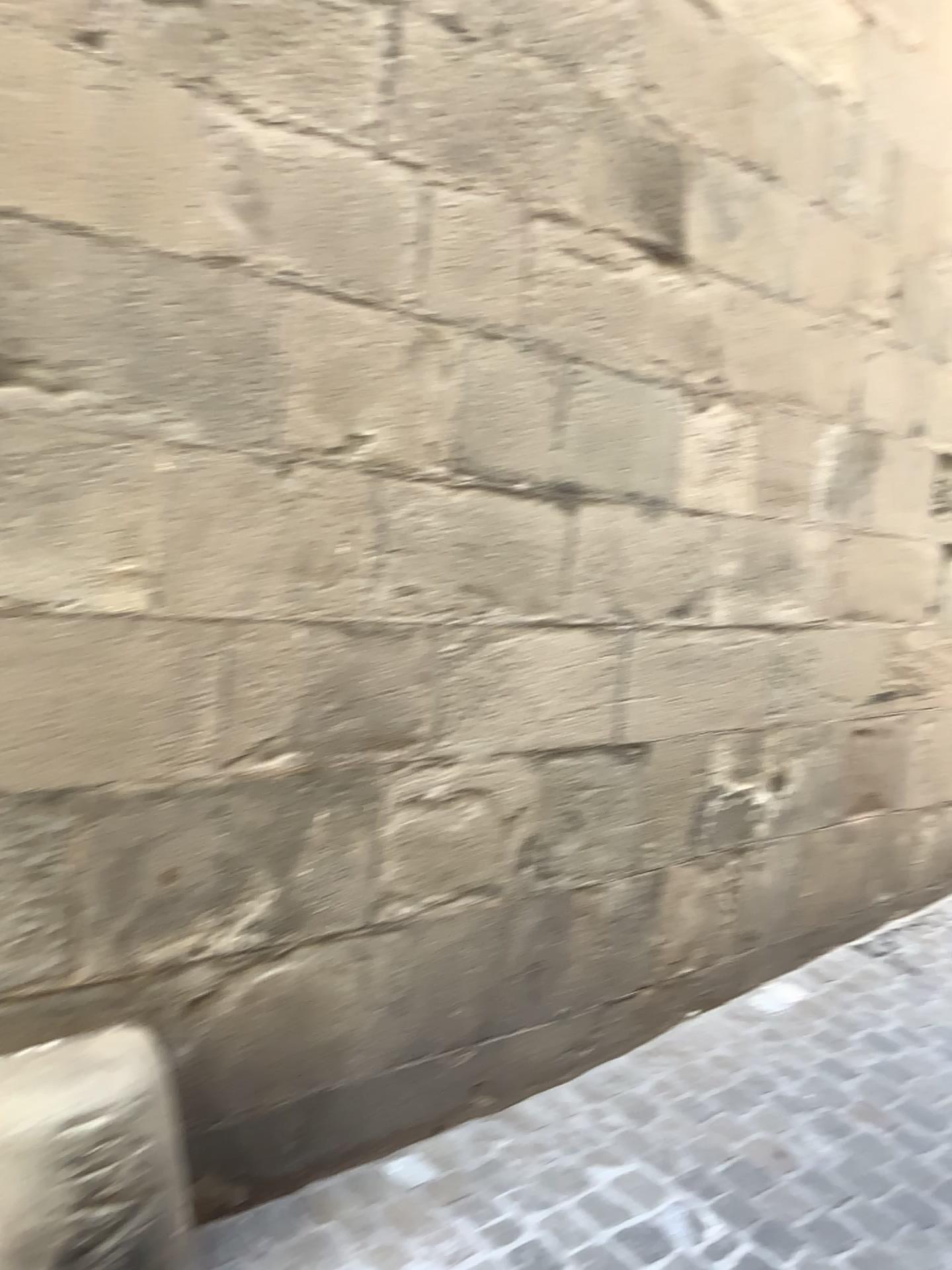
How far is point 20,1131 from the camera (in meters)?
1.62

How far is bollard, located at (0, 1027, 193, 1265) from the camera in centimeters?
162cm

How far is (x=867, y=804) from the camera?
3.6 meters
